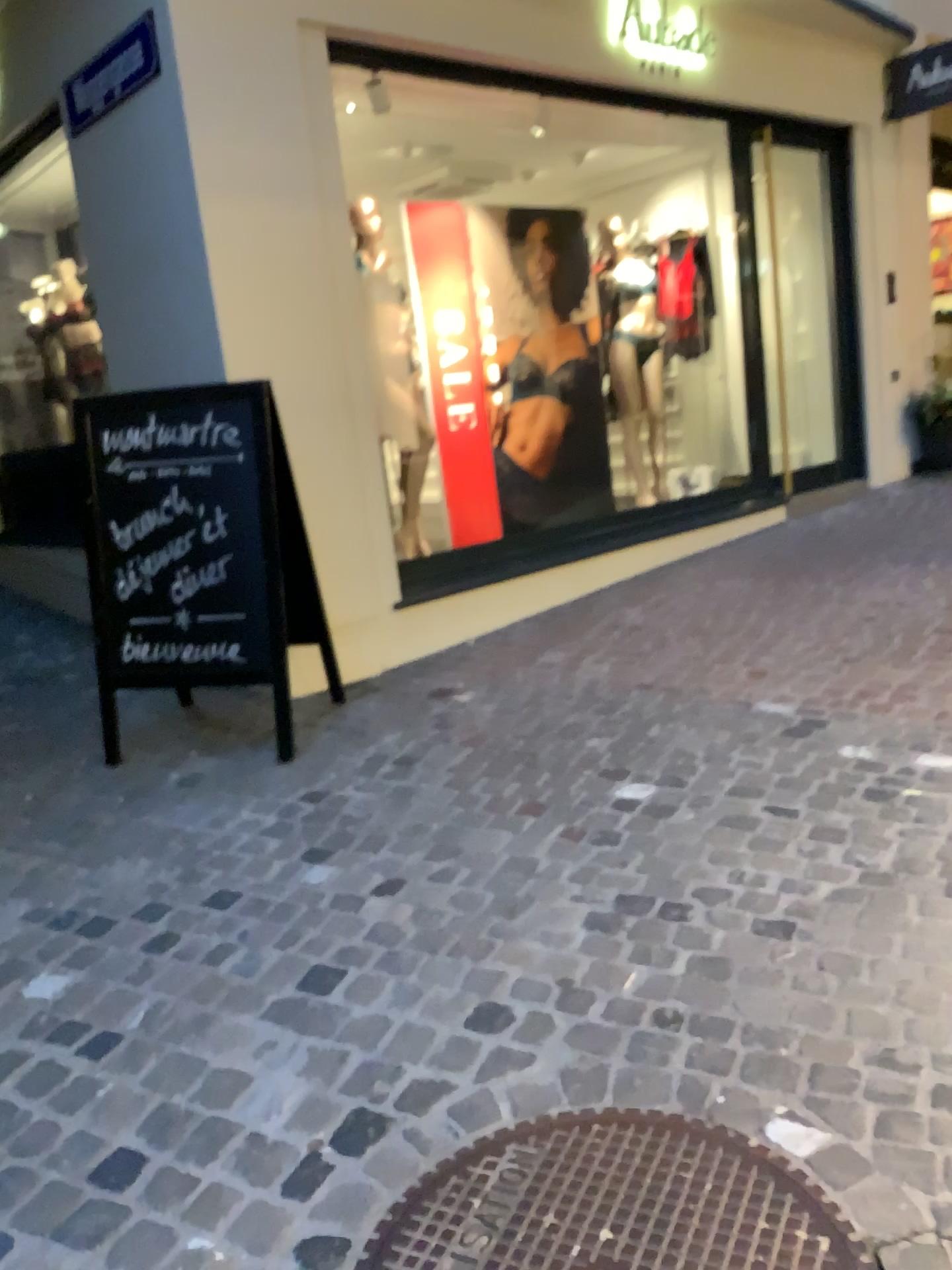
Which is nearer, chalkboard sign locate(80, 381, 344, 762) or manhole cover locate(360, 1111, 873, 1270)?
manhole cover locate(360, 1111, 873, 1270)

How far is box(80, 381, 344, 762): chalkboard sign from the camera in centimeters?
346cm

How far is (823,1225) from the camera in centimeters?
151cm

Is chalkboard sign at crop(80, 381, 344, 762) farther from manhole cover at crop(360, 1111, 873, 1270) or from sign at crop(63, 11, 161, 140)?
manhole cover at crop(360, 1111, 873, 1270)

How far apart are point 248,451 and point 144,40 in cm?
179

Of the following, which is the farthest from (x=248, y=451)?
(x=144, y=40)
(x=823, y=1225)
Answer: (x=823, y=1225)

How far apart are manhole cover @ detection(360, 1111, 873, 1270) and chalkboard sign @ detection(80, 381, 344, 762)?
1.90m

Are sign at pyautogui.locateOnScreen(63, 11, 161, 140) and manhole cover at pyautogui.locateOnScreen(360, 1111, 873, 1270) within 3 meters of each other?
no

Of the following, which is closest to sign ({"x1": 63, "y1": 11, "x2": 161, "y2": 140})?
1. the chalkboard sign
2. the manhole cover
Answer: the chalkboard sign

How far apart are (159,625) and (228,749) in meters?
0.5
